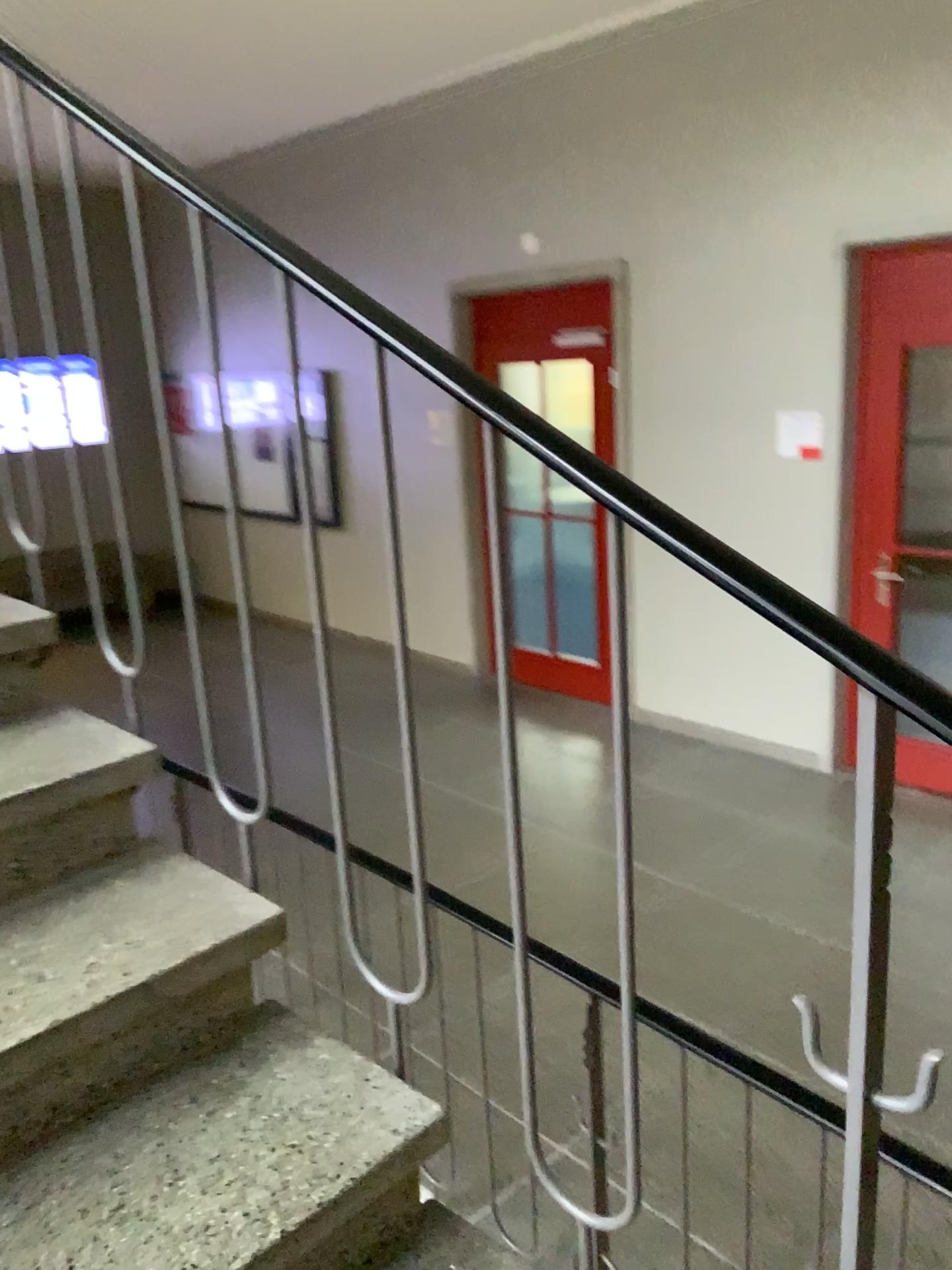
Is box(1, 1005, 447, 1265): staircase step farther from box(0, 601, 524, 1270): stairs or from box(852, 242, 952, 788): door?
box(852, 242, 952, 788): door

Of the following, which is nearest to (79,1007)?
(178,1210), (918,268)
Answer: (178,1210)

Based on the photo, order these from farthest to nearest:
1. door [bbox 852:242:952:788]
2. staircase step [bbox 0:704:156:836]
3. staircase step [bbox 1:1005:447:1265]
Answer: door [bbox 852:242:952:788], staircase step [bbox 0:704:156:836], staircase step [bbox 1:1005:447:1265]

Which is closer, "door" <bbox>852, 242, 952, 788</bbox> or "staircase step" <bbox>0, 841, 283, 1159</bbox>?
"staircase step" <bbox>0, 841, 283, 1159</bbox>

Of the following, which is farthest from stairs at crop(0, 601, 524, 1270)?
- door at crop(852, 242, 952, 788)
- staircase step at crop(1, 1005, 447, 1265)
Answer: door at crop(852, 242, 952, 788)

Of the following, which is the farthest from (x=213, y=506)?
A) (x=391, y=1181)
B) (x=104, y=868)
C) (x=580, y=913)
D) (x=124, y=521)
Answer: (x=580, y=913)

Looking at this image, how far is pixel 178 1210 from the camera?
1.1 meters

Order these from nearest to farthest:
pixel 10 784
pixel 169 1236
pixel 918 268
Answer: pixel 169 1236 → pixel 10 784 → pixel 918 268

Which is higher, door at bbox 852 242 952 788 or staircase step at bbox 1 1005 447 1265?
door at bbox 852 242 952 788

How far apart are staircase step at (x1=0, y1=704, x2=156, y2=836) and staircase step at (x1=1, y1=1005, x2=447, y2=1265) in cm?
40
